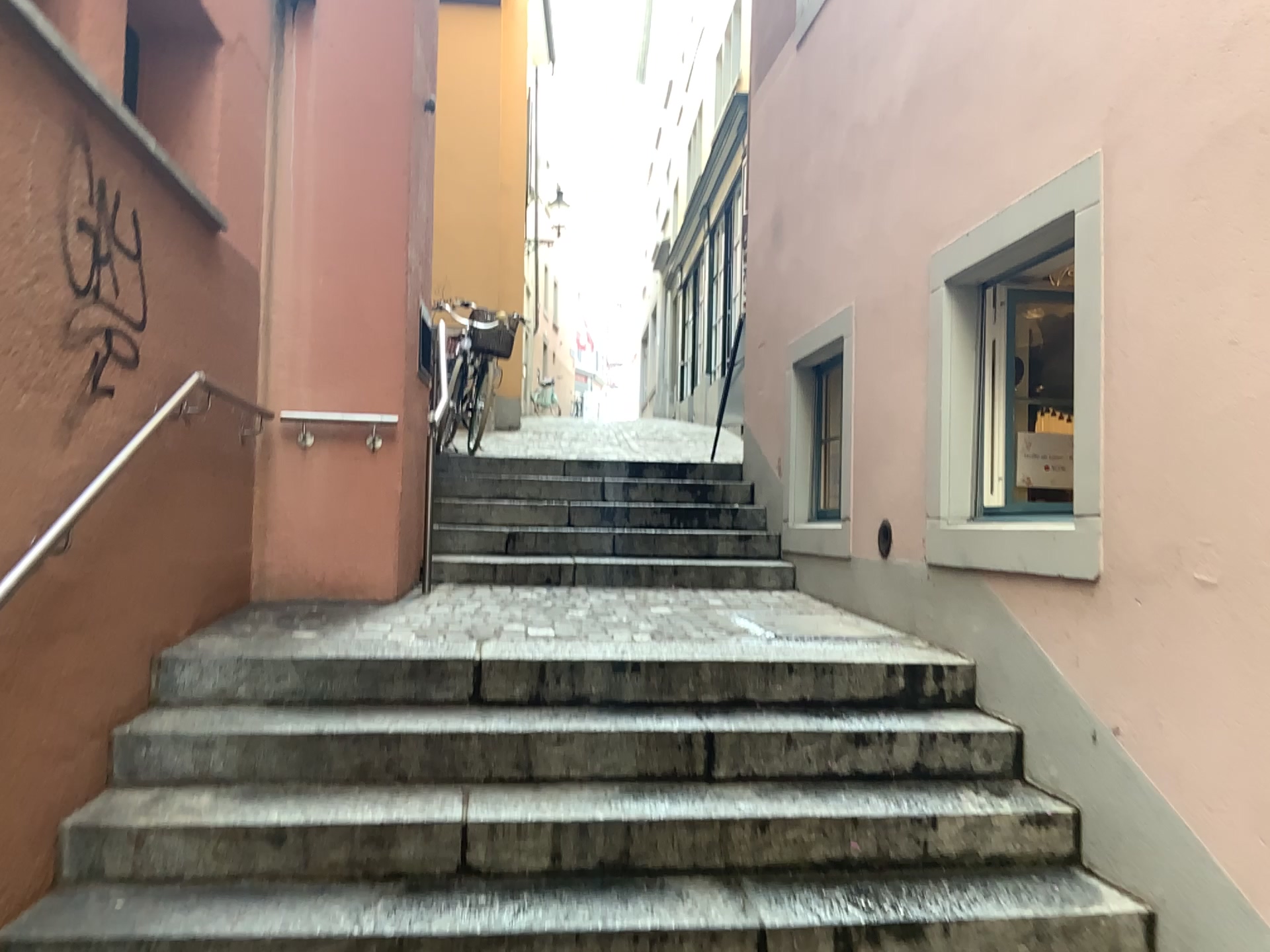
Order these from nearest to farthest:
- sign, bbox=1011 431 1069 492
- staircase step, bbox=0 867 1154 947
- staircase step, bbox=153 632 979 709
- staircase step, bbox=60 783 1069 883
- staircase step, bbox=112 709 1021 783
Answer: staircase step, bbox=0 867 1154 947
staircase step, bbox=60 783 1069 883
staircase step, bbox=112 709 1021 783
staircase step, bbox=153 632 979 709
sign, bbox=1011 431 1069 492

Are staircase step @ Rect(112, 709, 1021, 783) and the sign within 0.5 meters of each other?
no

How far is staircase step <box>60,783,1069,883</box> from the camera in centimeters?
273cm

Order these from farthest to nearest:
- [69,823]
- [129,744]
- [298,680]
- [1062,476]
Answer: [1062,476], [298,680], [129,744], [69,823]

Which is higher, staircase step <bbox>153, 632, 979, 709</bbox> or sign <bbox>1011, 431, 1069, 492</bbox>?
sign <bbox>1011, 431, 1069, 492</bbox>

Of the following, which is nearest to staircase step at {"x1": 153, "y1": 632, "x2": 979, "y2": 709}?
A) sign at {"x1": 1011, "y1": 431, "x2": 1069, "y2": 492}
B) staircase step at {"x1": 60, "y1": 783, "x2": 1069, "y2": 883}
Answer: staircase step at {"x1": 60, "y1": 783, "x2": 1069, "y2": 883}

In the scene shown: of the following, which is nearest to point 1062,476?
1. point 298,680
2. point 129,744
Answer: point 298,680

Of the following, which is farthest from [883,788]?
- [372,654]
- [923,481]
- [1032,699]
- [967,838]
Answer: [372,654]

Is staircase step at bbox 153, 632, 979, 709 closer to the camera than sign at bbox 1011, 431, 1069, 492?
Yes

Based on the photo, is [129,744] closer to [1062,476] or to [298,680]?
[298,680]
